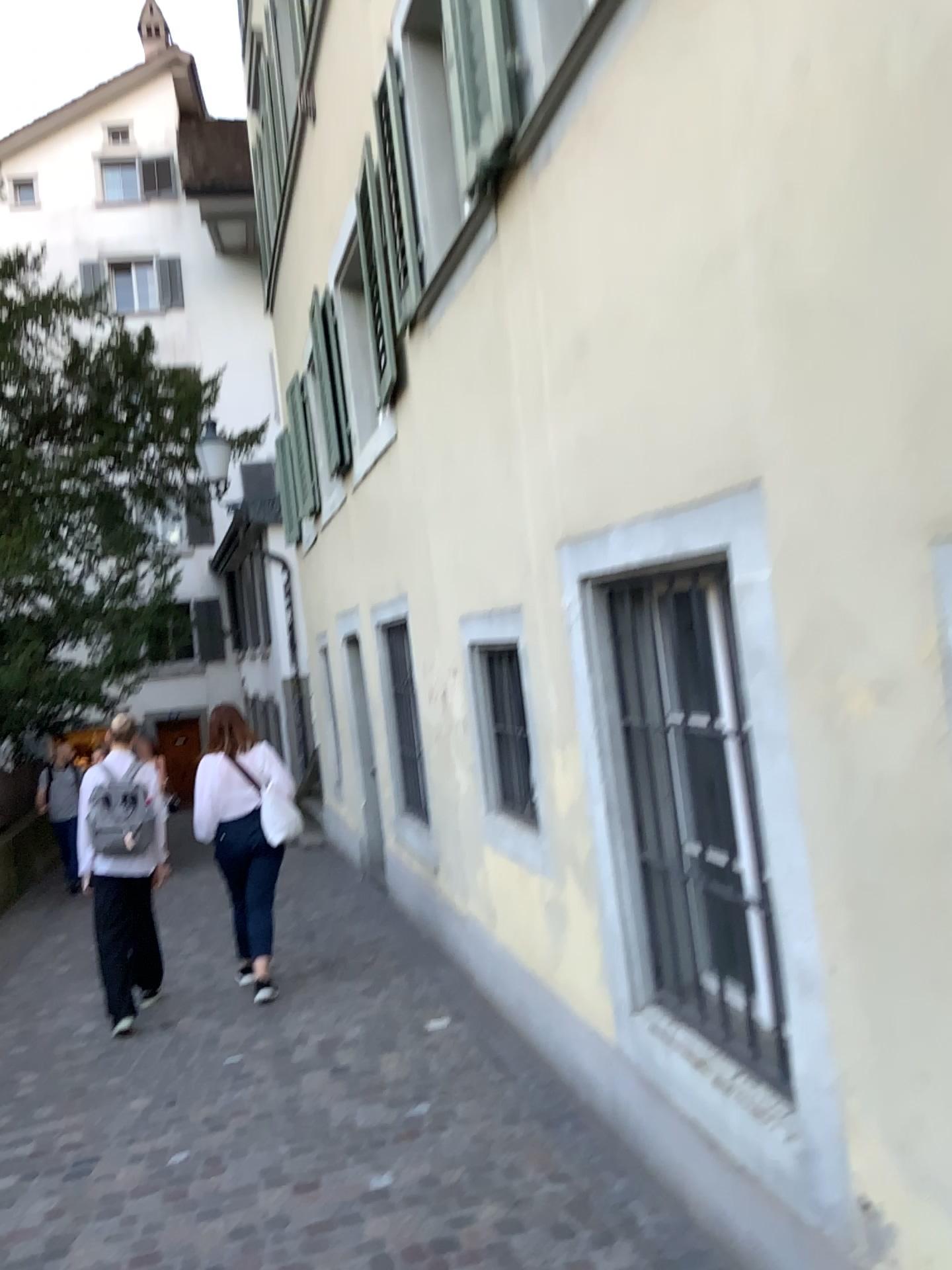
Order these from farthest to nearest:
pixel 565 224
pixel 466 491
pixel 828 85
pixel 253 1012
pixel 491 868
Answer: pixel 253 1012
pixel 491 868
pixel 466 491
pixel 565 224
pixel 828 85
